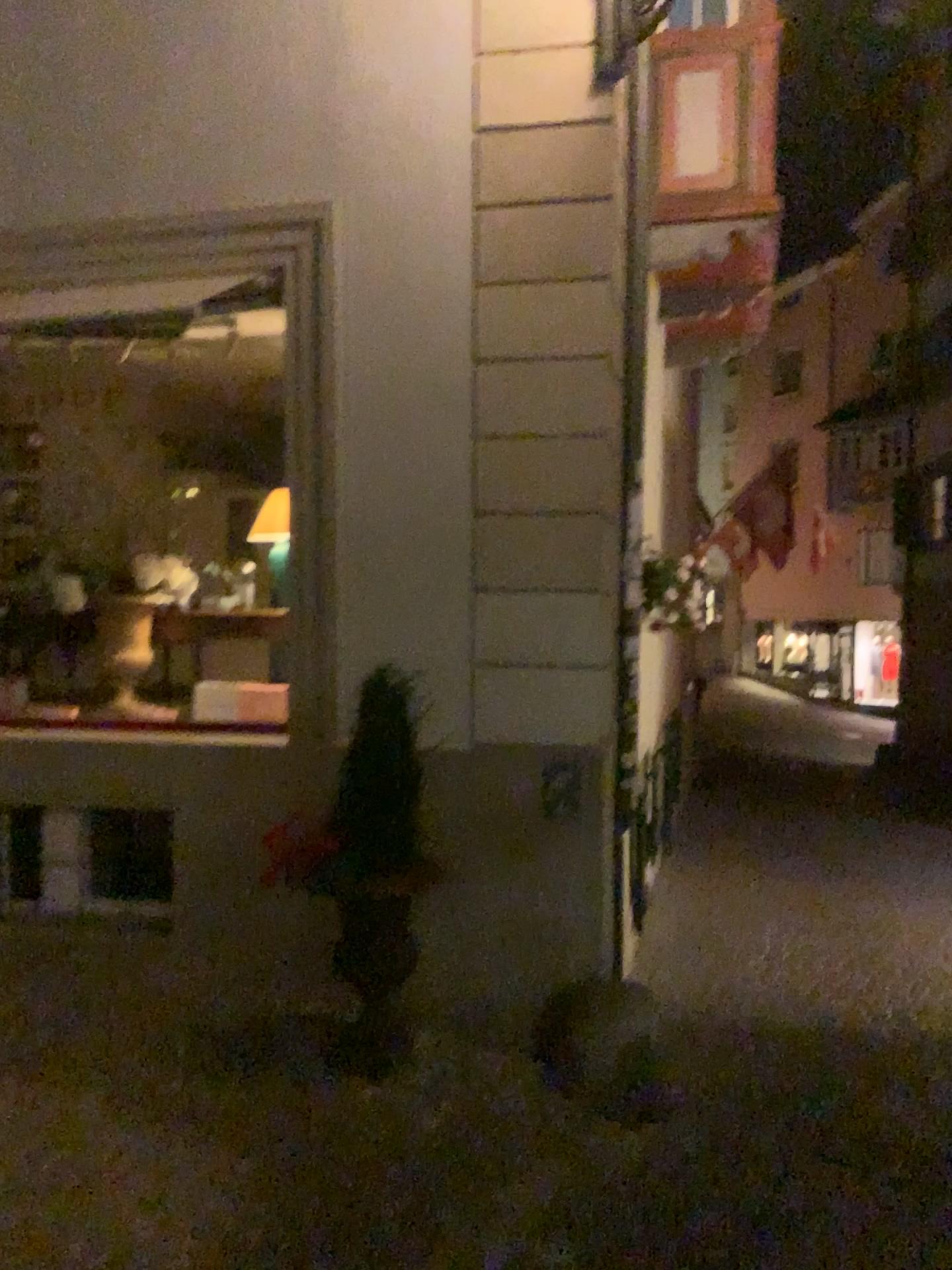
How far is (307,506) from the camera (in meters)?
4.55

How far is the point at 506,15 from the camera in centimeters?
436cm

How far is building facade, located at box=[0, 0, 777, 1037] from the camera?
4.4 meters
